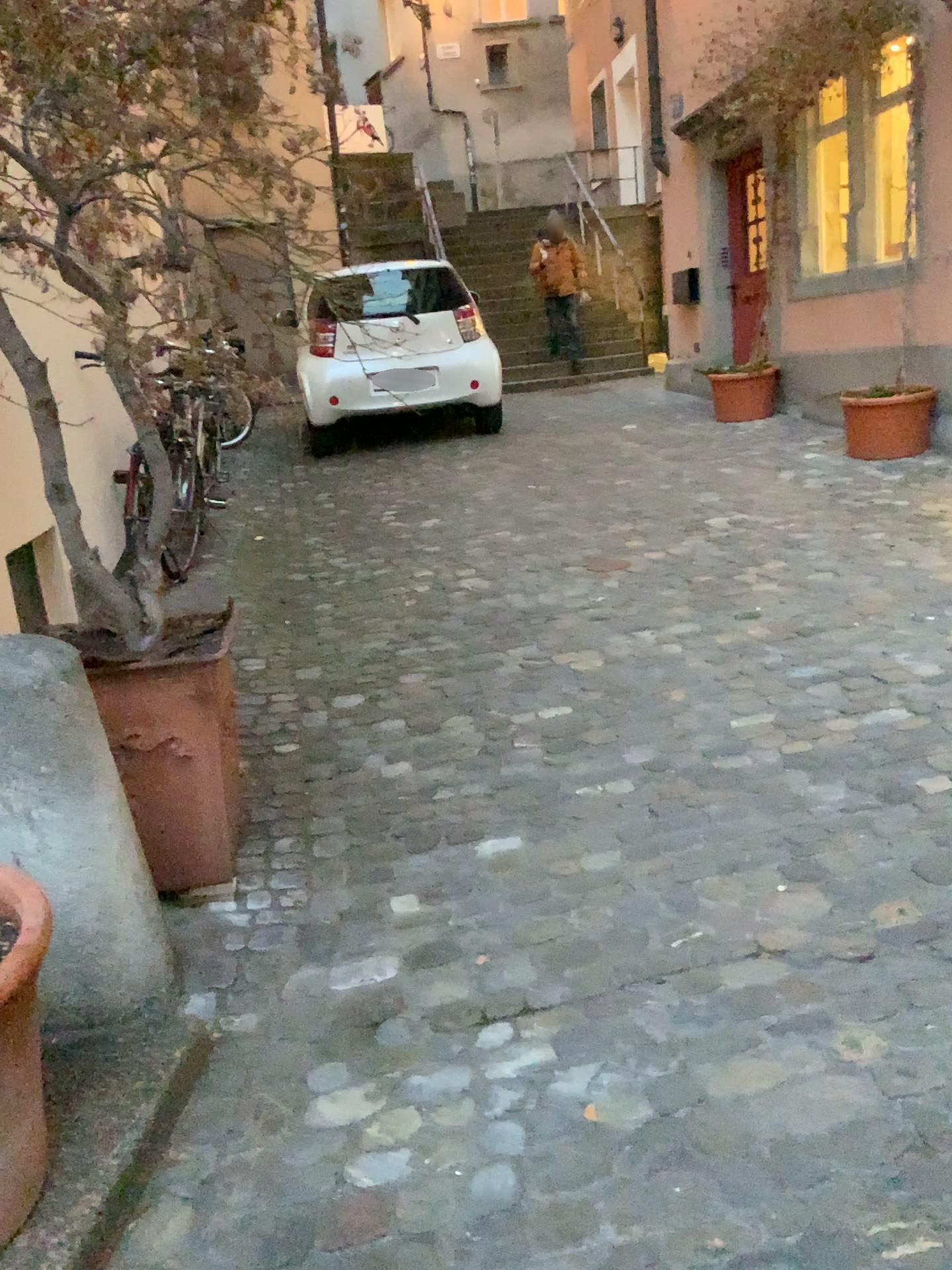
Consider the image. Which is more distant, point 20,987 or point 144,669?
point 144,669

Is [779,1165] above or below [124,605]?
below

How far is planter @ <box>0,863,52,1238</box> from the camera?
1.4m

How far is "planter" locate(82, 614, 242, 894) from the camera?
2.2 meters

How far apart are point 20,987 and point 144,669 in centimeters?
94cm

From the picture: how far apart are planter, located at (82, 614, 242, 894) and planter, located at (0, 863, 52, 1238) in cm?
73

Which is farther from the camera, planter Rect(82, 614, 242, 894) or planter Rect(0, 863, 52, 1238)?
planter Rect(82, 614, 242, 894)

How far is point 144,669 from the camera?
2.2 meters
